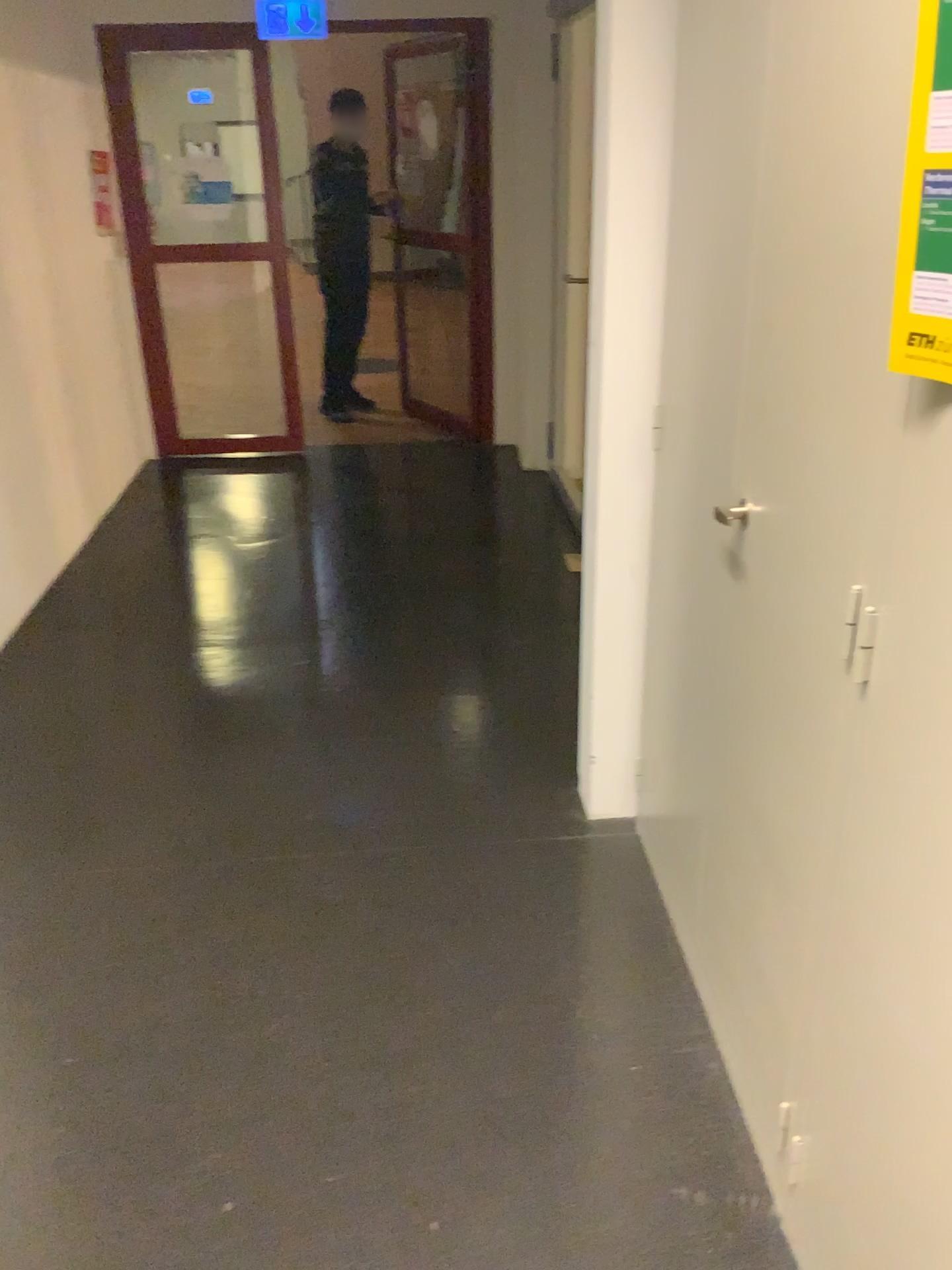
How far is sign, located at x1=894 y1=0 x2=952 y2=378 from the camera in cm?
88

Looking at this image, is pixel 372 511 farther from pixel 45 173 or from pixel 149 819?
pixel 149 819

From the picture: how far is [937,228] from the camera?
0.9 meters
